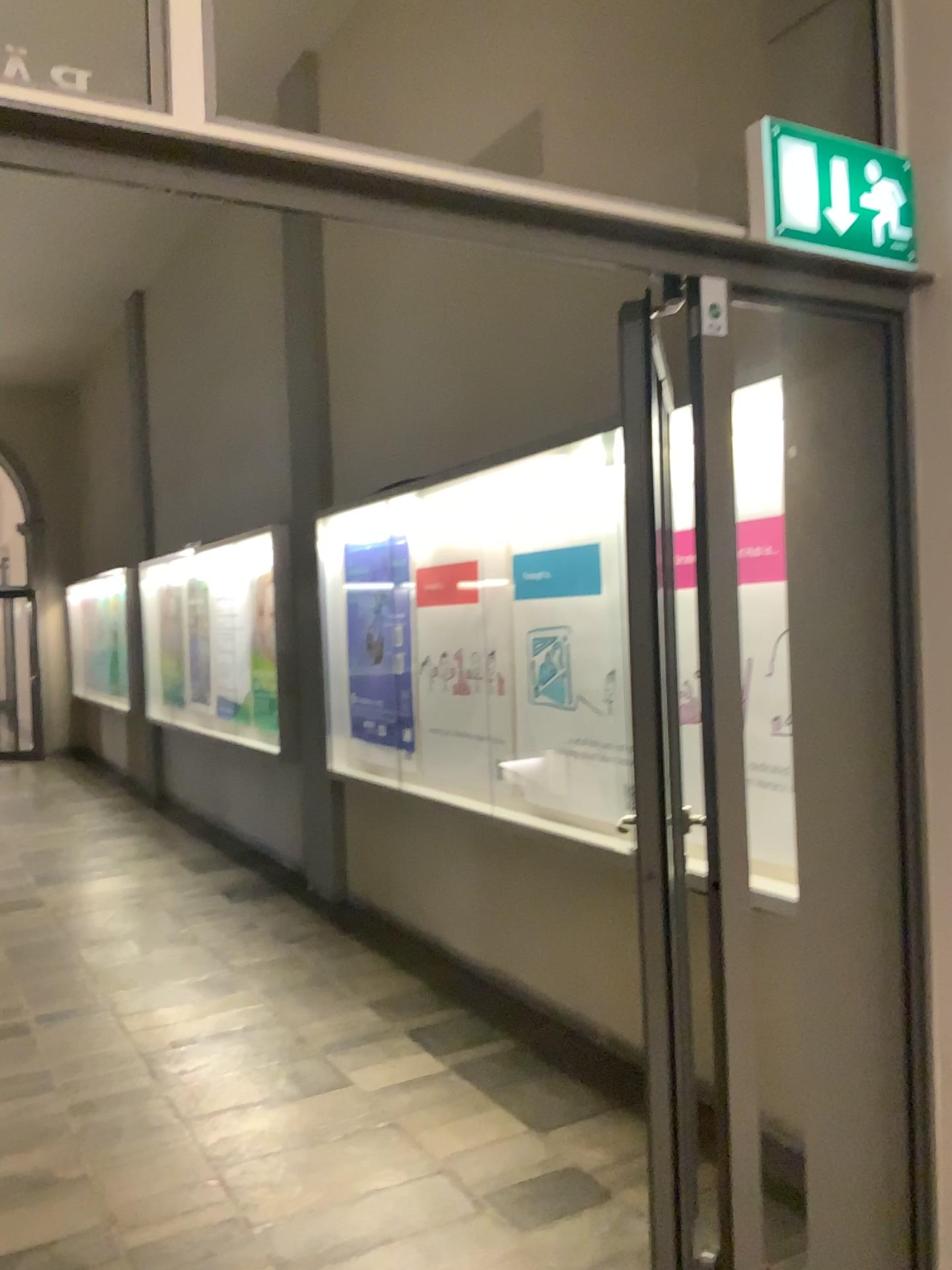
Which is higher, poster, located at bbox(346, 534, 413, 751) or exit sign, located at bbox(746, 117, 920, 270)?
exit sign, located at bbox(746, 117, 920, 270)

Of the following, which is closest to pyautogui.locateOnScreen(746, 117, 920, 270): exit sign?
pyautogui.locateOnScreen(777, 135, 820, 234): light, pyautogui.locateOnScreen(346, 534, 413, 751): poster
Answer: pyautogui.locateOnScreen(777, 135, 820, 234): light

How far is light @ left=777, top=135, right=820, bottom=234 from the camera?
1.75m

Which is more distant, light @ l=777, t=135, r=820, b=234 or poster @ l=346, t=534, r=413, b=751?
poster @ l=346, t=534, r=413, b=751

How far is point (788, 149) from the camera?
1.75m

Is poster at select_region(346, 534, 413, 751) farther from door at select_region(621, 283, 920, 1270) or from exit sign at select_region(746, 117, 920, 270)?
exit sign at select_region(746, 117, 920, 270)

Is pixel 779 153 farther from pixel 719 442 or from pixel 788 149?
pixel 719 442

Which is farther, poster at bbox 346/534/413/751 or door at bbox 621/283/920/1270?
poster at bbox 346/534/413/751

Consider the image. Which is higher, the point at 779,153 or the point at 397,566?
the point at 779,153

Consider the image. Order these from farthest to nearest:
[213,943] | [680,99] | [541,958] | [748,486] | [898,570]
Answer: [213,943], [541,958], [680,99], [748,486], [898,570]
